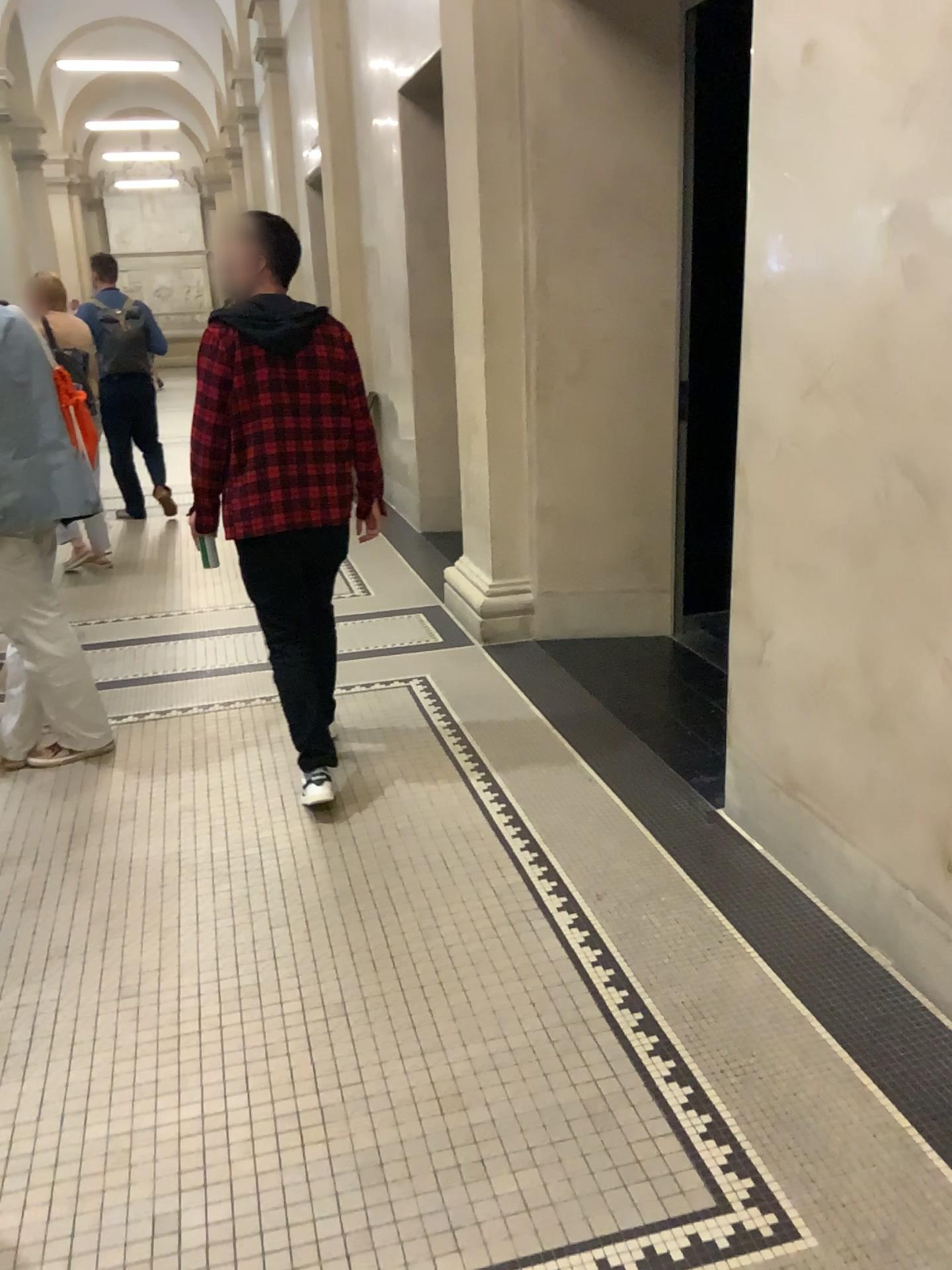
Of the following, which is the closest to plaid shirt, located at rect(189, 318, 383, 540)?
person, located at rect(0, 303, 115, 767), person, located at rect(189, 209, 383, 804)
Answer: person, located at rect(189, 209, 383, 804)

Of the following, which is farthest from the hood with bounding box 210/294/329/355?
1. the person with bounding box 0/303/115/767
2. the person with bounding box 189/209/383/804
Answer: the person with bounding box 0/303/115/767

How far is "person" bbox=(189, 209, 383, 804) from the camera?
3.1 meters

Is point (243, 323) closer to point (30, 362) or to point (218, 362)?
point (218, 362)

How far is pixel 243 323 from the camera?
3.1m

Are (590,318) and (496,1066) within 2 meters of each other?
no

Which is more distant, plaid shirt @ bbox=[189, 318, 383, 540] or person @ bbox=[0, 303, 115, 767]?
person @ bbox=[0, 303, 115, 767]

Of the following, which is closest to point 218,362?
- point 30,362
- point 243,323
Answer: point 243,323

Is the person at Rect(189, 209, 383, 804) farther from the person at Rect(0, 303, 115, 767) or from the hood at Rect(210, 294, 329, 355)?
the person at Rect(0, 303, 115, 767)
